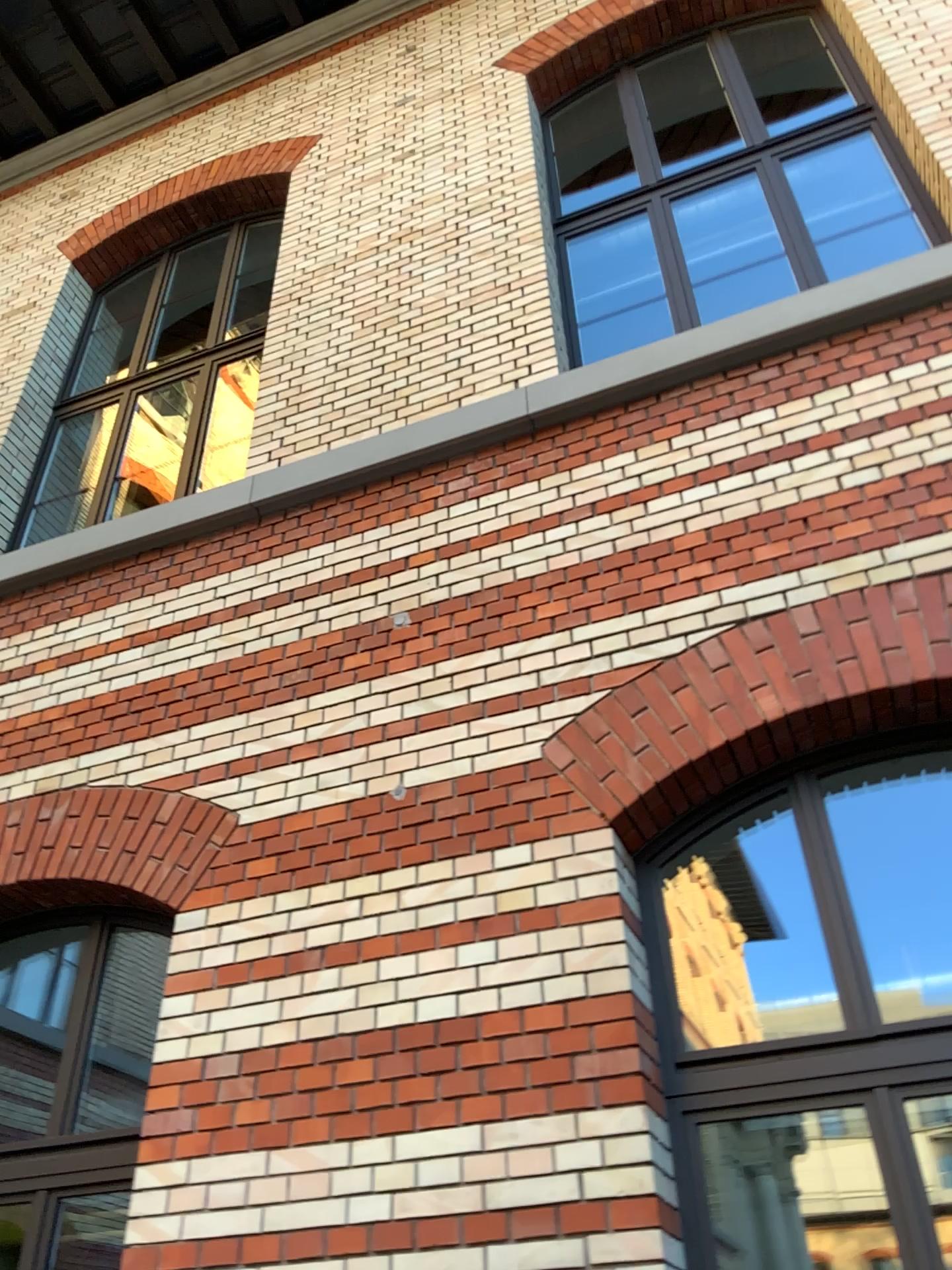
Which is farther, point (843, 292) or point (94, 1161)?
point (843, 292)

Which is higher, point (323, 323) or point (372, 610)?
point (323, 323)

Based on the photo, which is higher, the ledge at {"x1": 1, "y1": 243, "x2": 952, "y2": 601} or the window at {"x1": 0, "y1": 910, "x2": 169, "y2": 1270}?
the ledge at {"x1": 1, "y1": 243, "x2": 952, "y2": 601}

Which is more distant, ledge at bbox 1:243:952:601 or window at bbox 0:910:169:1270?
ledge at bbox 1:243:952:601

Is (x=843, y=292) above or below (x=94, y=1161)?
above
